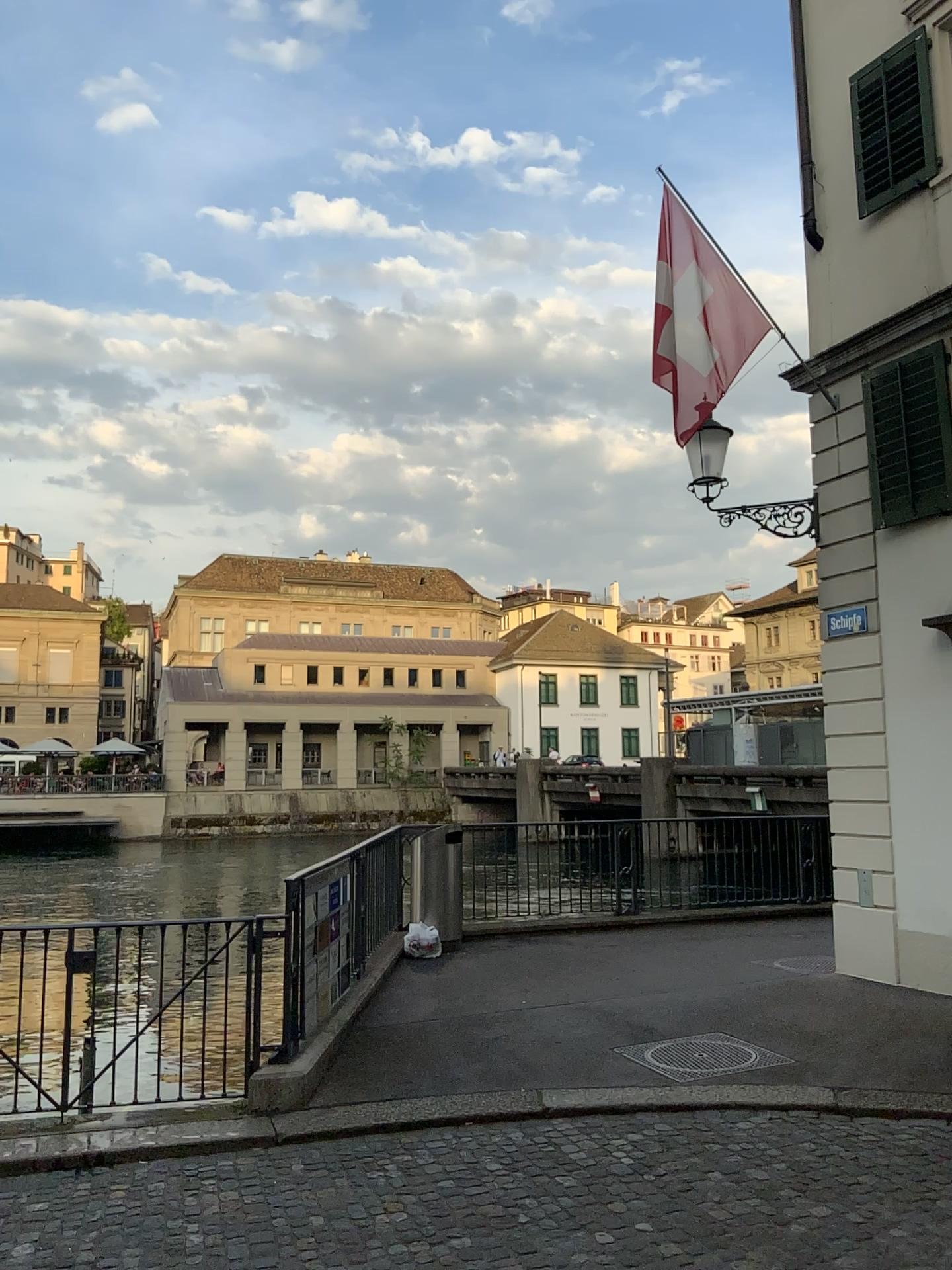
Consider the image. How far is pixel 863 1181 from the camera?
4.3 meters
